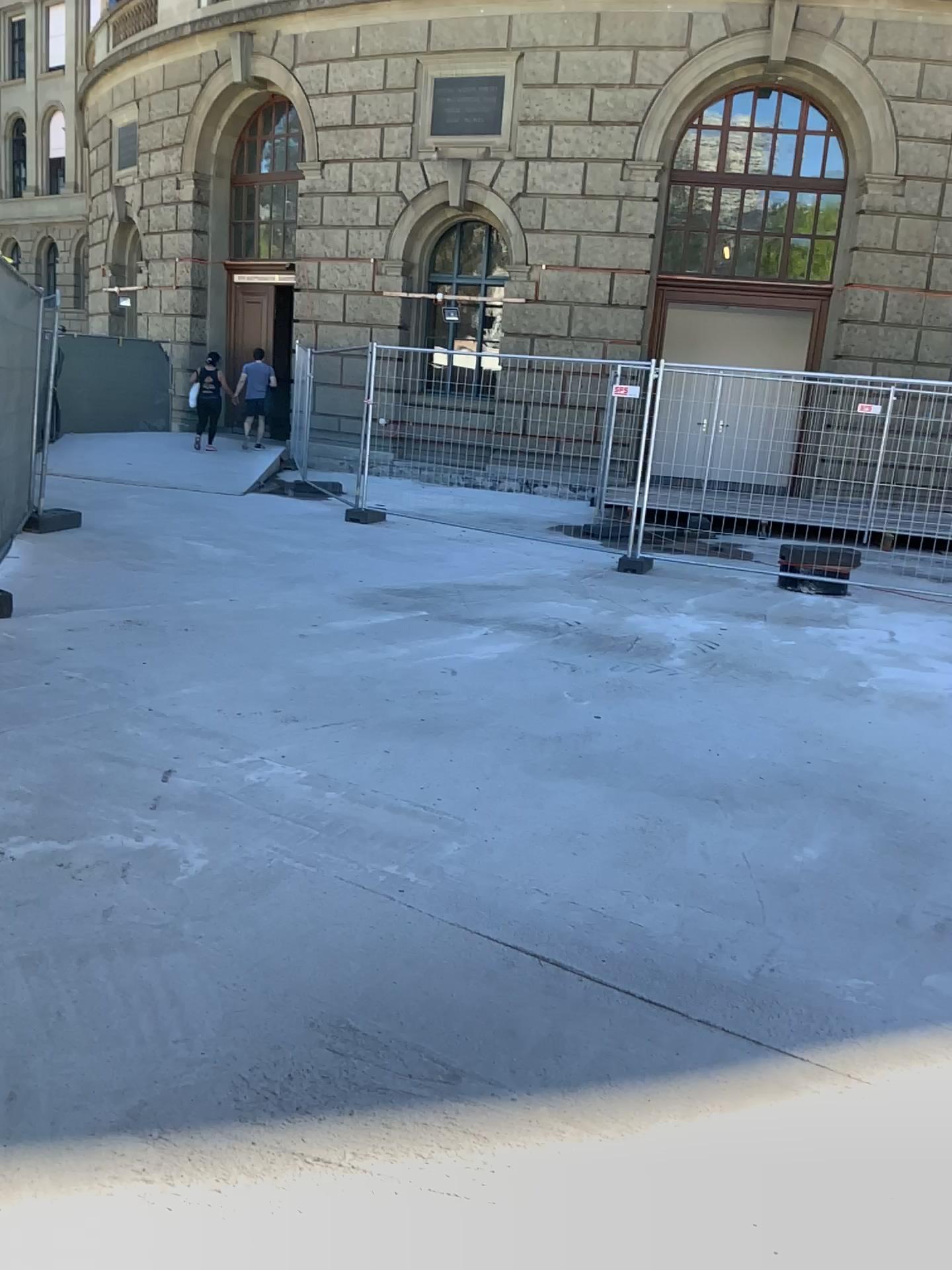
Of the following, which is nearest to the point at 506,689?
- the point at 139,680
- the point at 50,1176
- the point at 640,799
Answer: the point at 640,799
